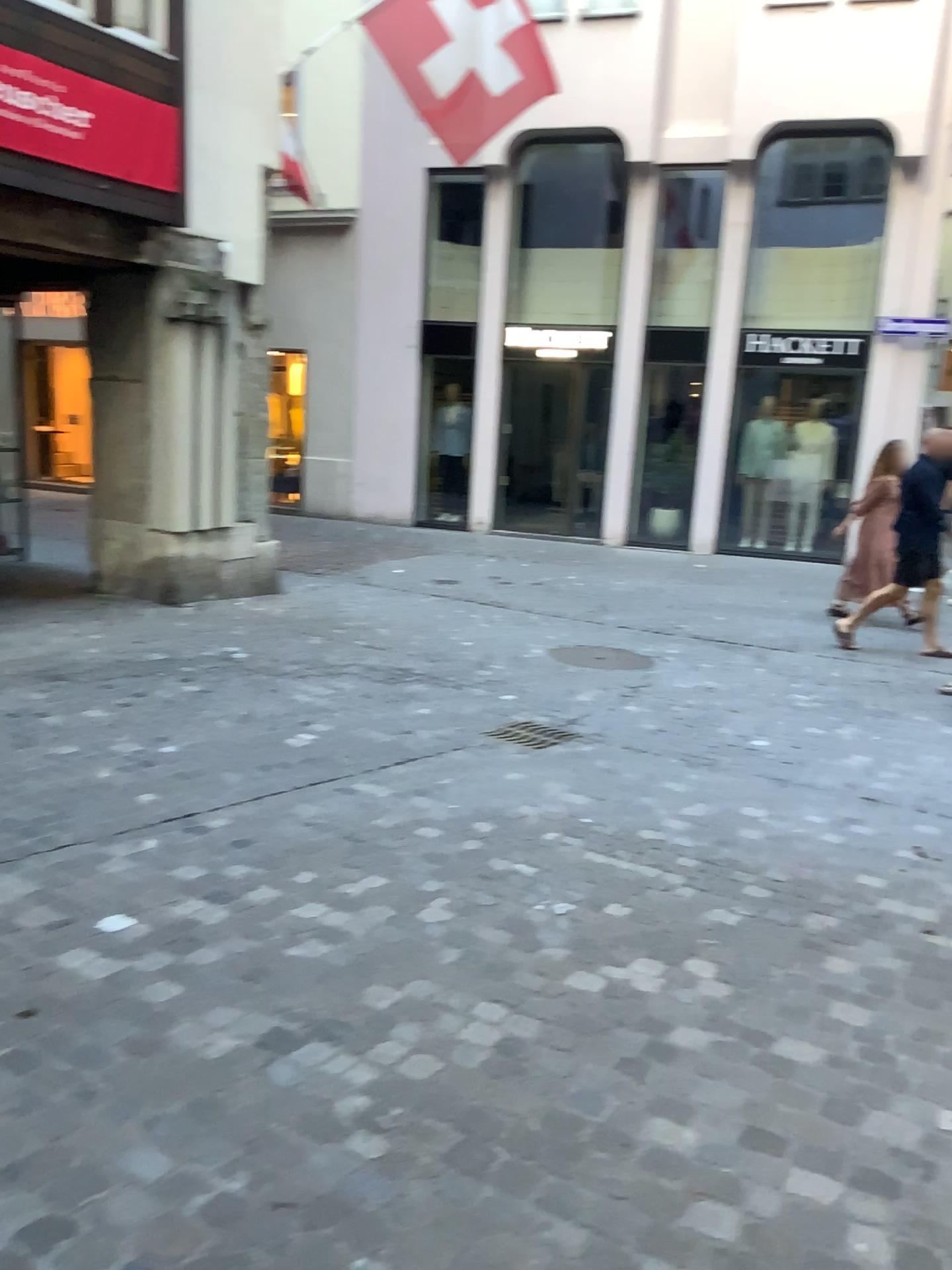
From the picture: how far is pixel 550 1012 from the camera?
2.5 meters
